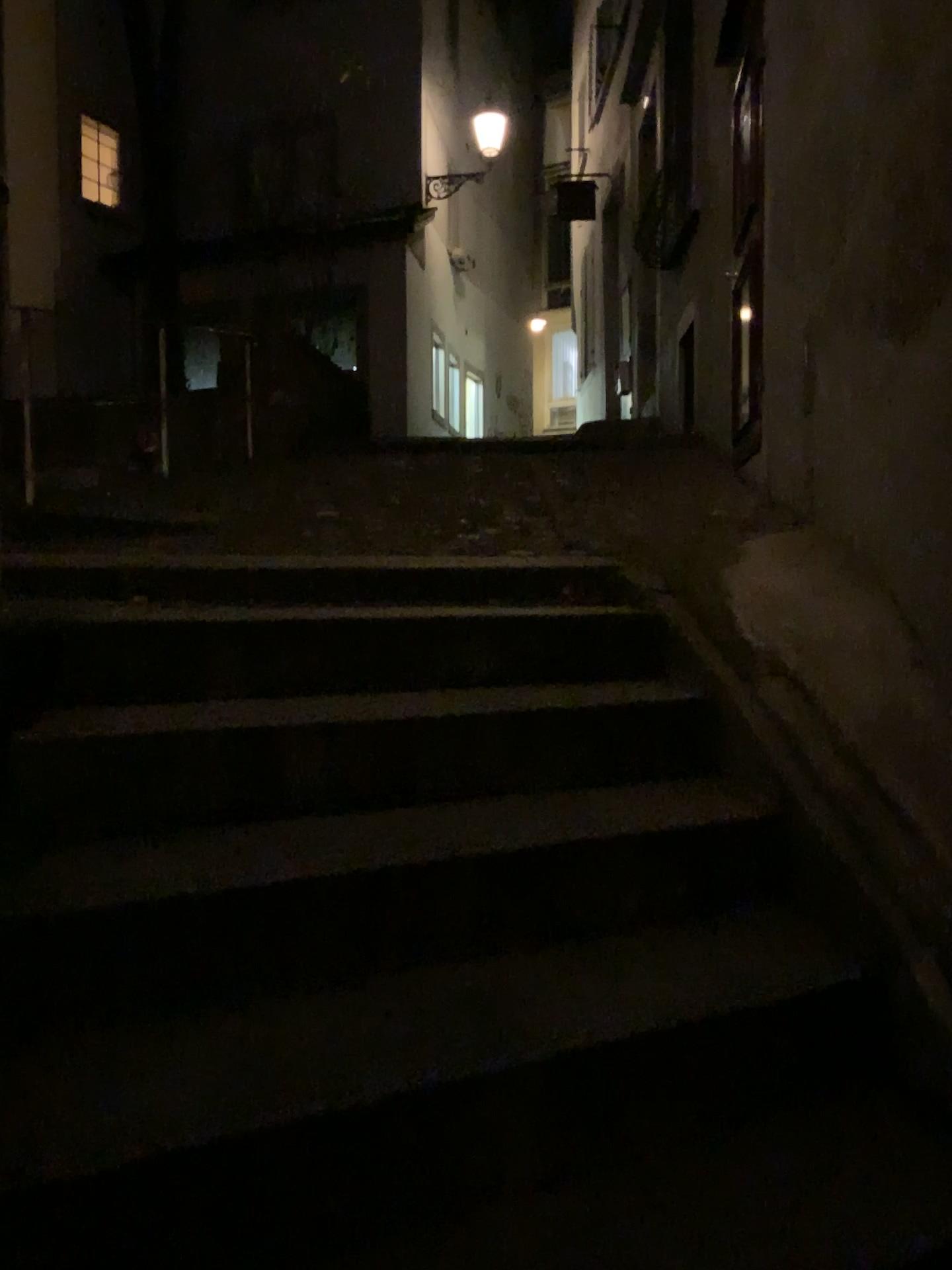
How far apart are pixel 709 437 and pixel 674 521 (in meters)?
2.25
